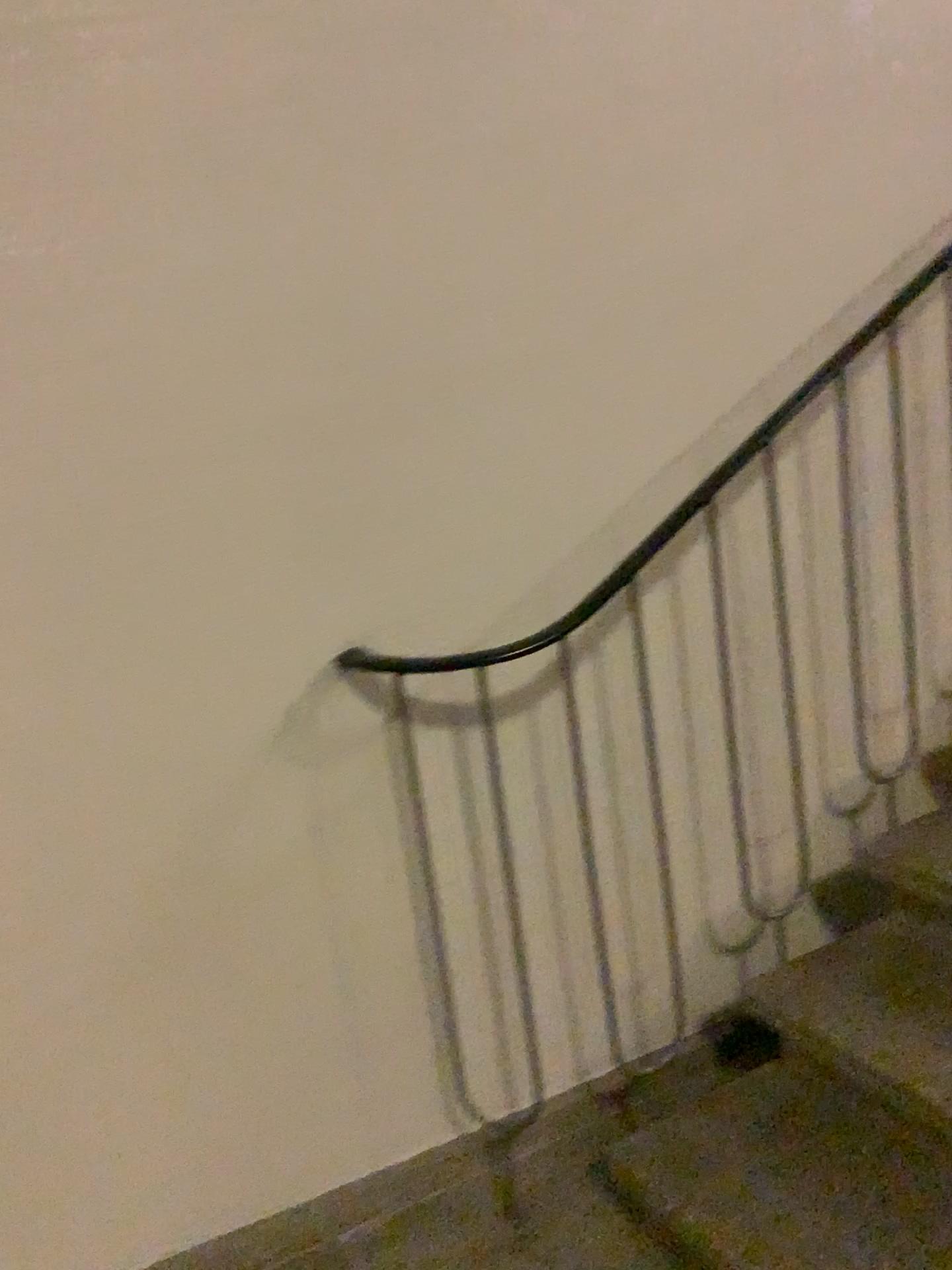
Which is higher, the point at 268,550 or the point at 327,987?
the point at 268,550

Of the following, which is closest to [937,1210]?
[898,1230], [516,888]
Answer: [898,1230]

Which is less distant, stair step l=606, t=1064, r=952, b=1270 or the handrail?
stair step l=606, t=1064, r=952, b=1270

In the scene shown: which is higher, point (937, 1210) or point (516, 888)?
point (516, 888)

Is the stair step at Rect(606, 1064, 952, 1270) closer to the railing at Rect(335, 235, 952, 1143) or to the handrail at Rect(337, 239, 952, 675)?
the railing at Rect(335, 235, 952, 1143)

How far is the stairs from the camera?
1.5 meters

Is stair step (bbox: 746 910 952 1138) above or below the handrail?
below

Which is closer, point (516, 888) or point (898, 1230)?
point (898, 1230)

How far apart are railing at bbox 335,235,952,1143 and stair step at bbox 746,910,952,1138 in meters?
0.3

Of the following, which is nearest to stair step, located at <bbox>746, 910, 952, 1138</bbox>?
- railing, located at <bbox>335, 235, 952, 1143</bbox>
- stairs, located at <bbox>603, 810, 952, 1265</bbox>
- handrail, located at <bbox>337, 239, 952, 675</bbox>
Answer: stairs, located at <bbox>603, 810, 952, 1265</bbox>
